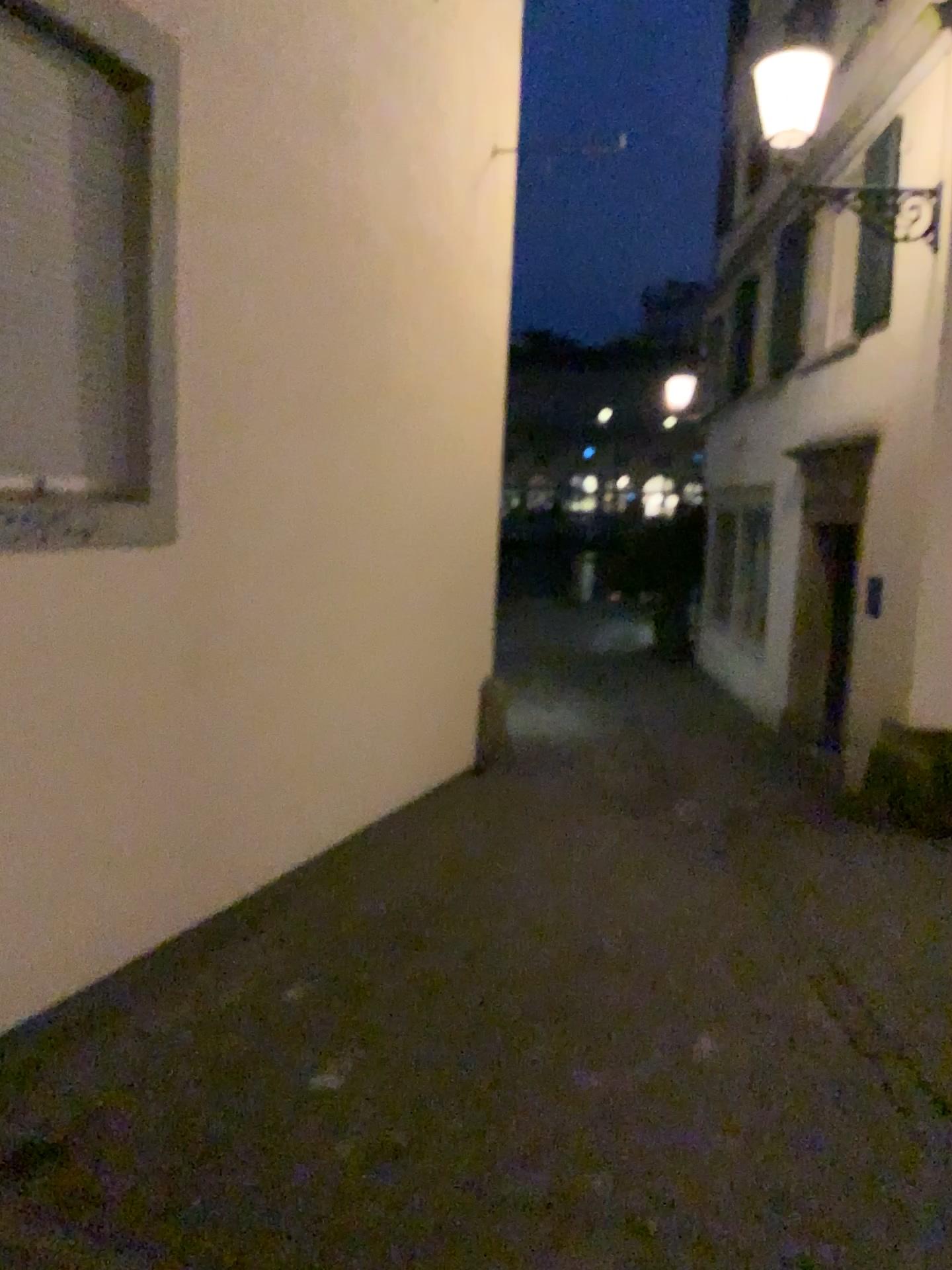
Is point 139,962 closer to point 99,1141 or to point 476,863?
point 99,1141
